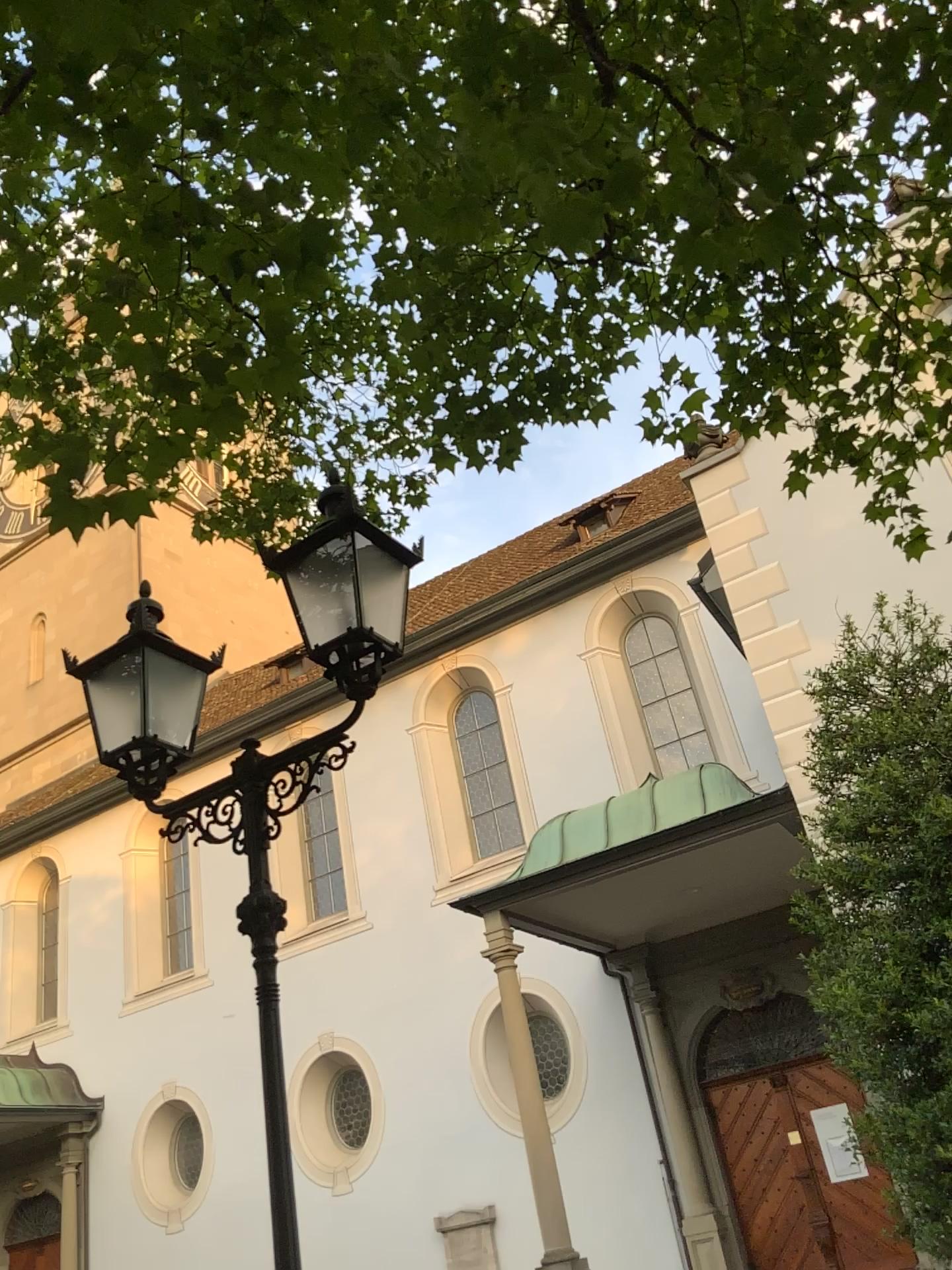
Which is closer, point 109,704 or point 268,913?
point 268,913
